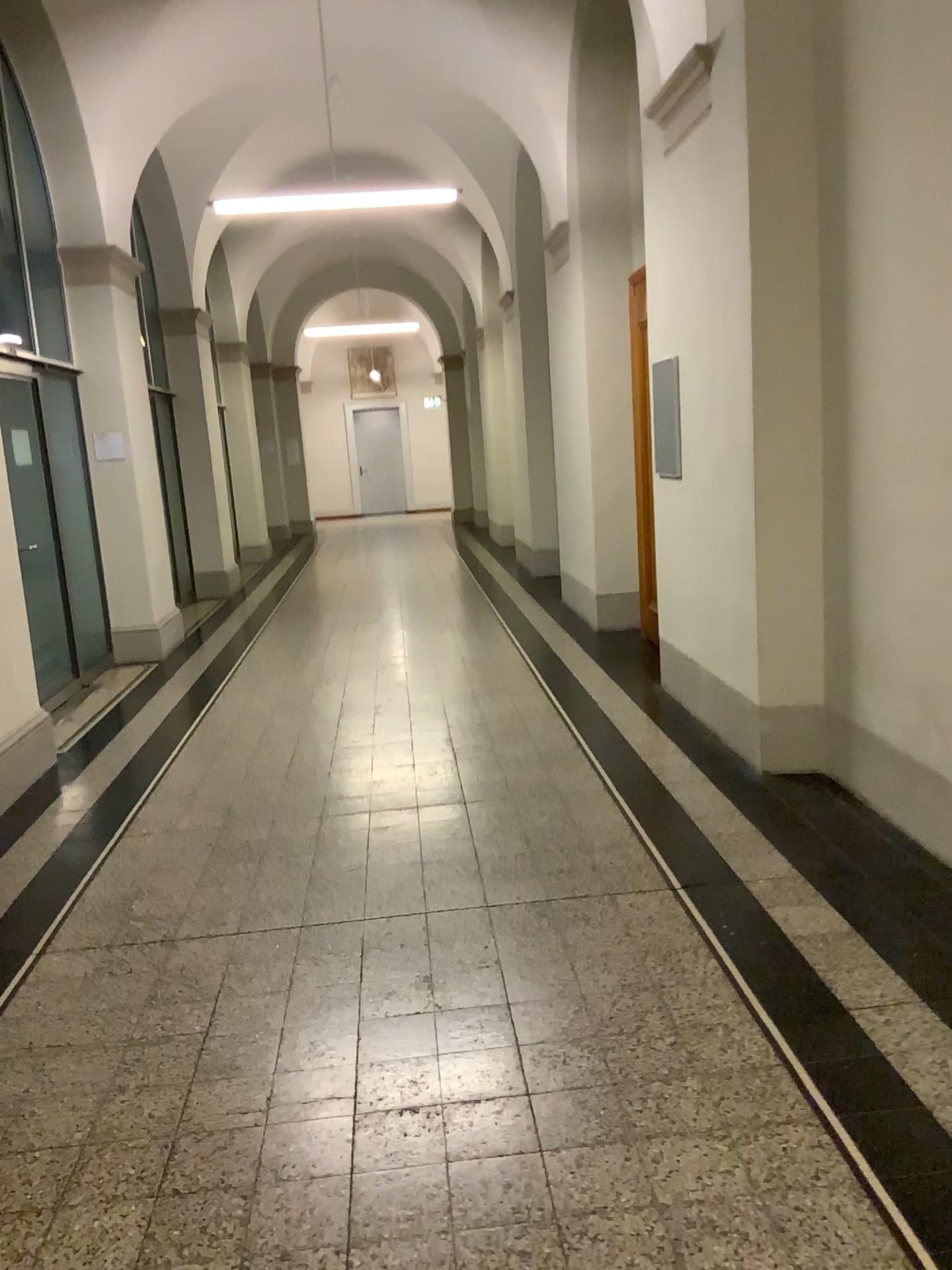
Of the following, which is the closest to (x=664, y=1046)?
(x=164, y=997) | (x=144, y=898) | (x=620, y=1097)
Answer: (x=620, y=1097)
